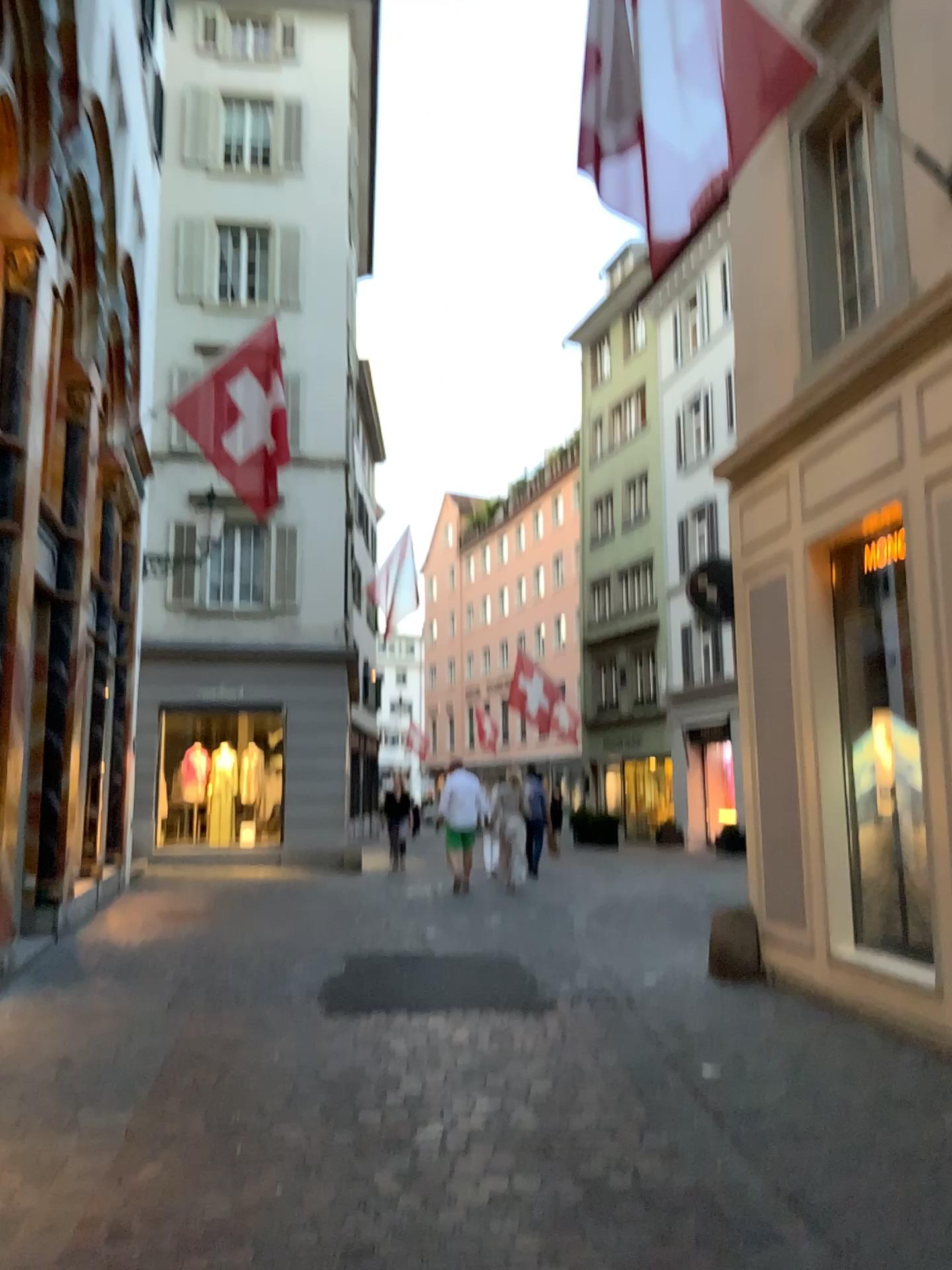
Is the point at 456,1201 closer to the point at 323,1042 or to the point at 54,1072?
the point at 323,1042
